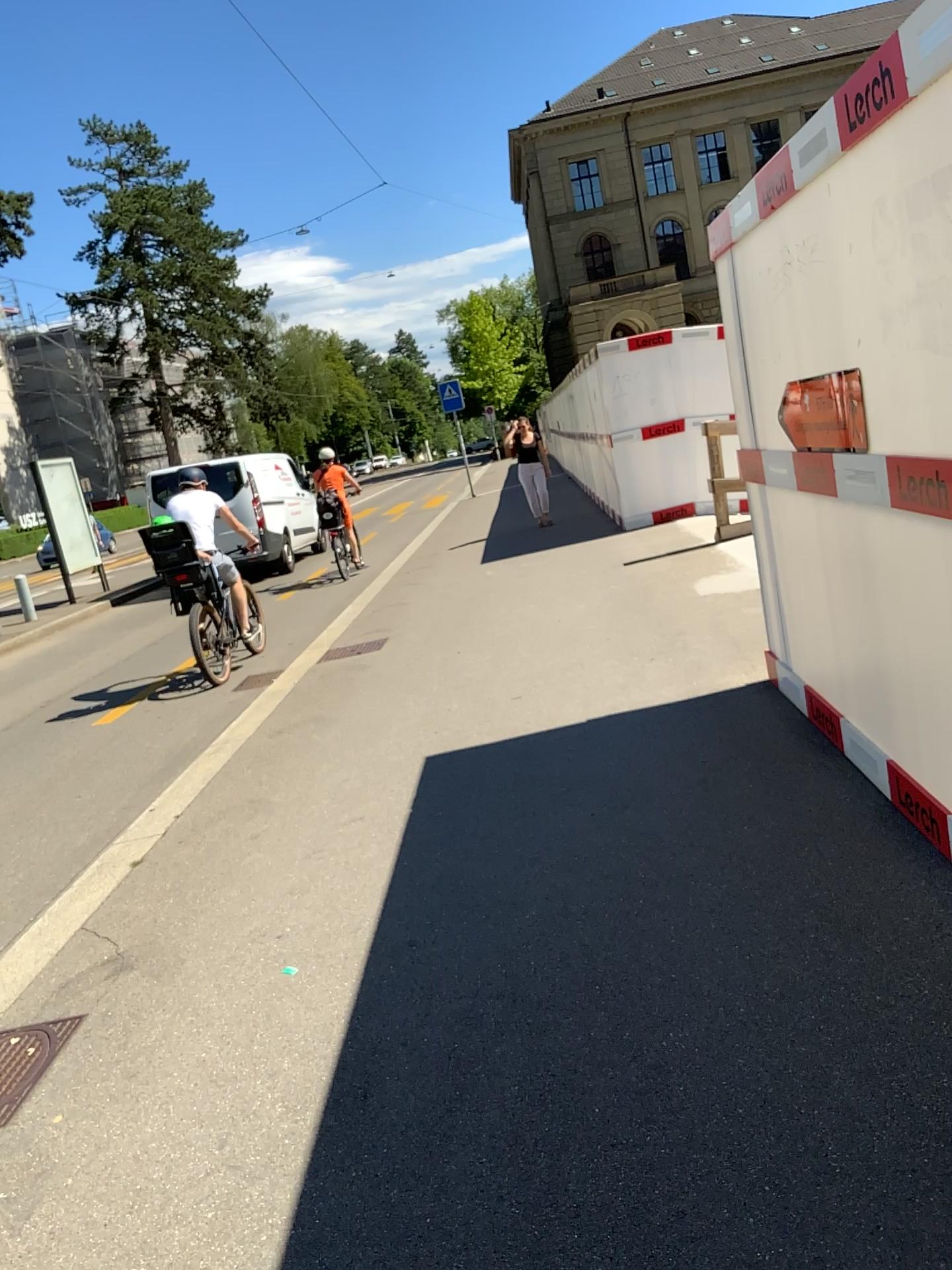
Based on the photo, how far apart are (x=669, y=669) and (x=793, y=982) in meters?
3.5 m
